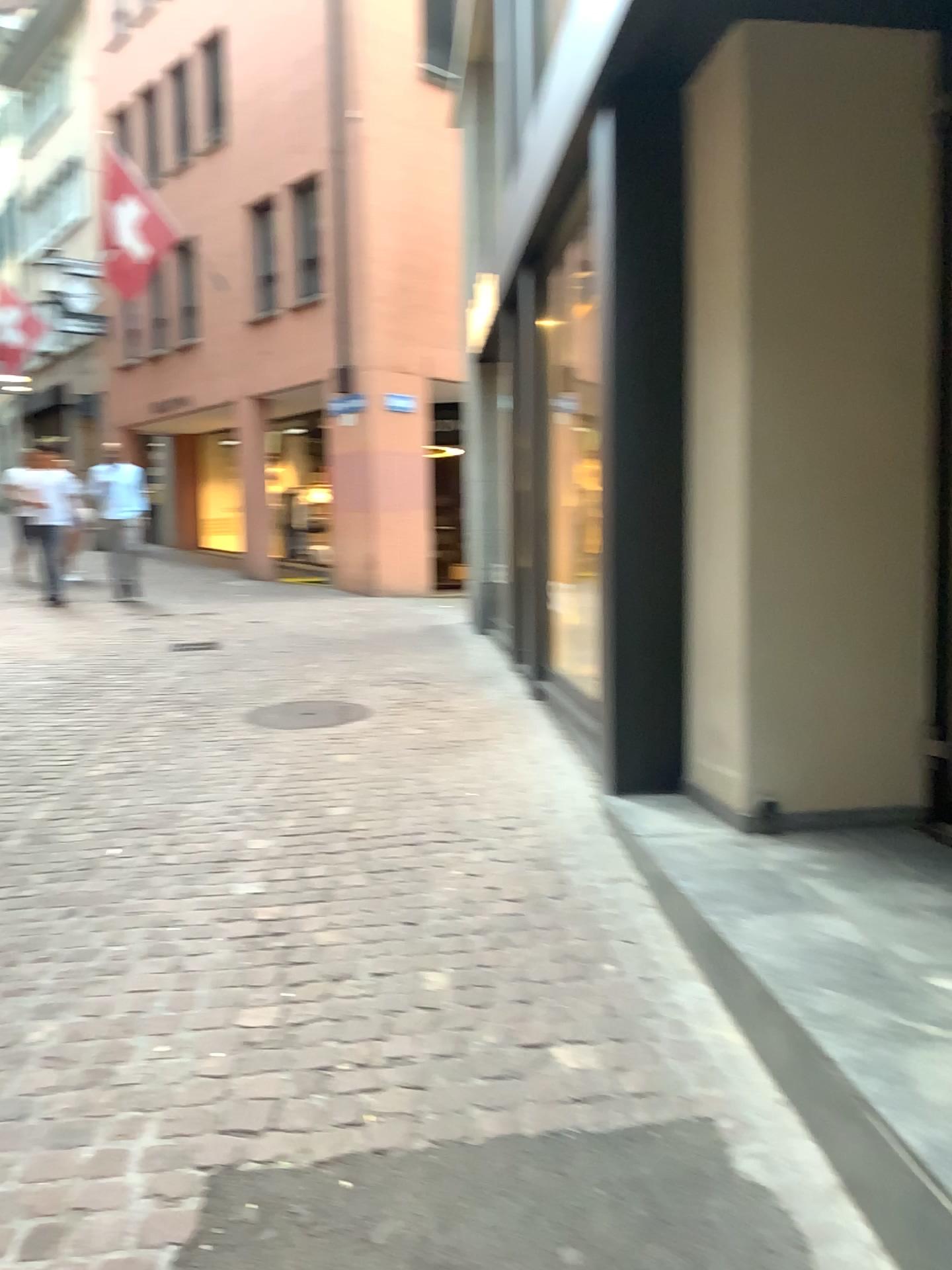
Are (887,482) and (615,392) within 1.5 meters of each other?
yes
